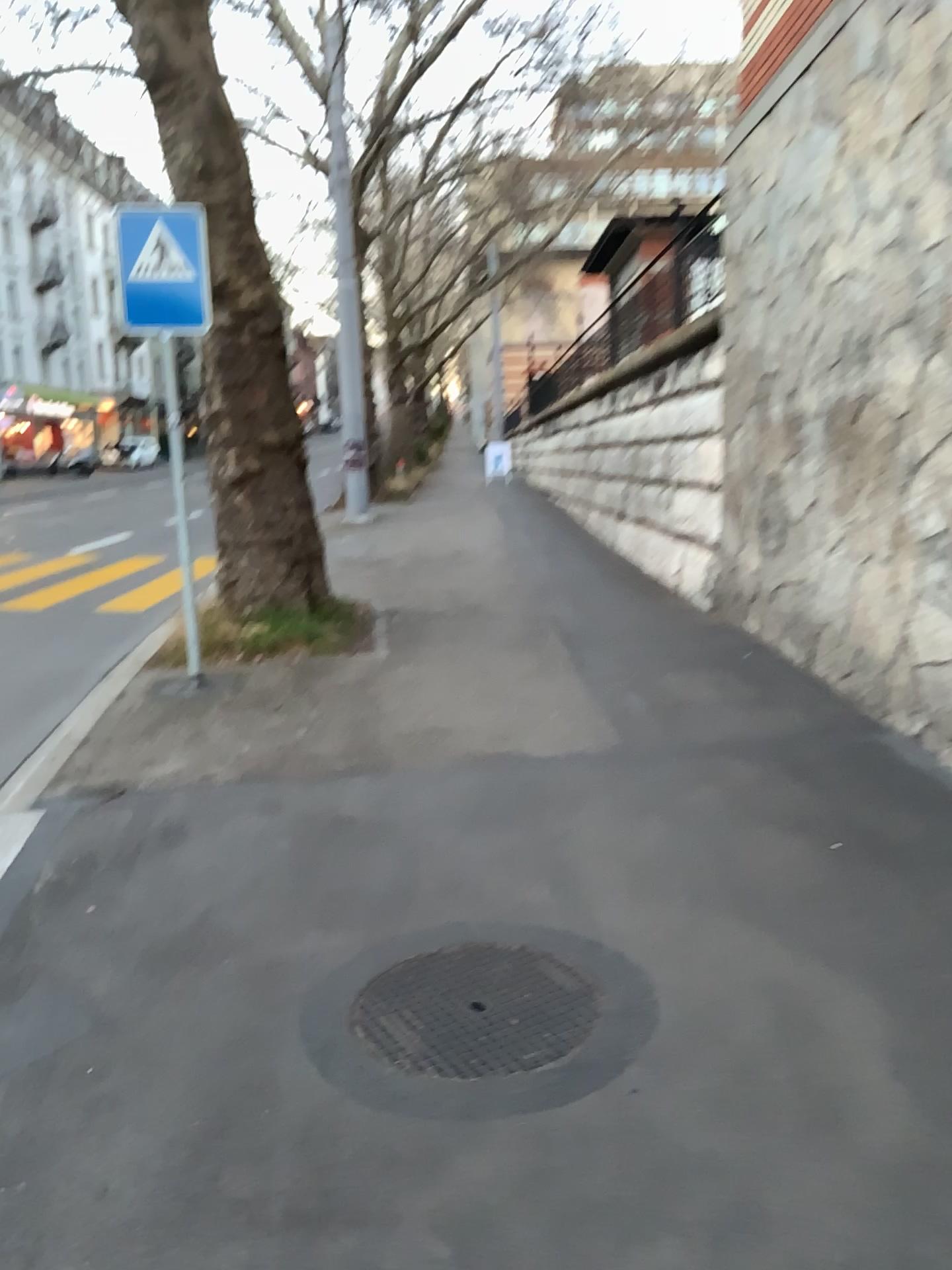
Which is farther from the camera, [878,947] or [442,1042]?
[878,947]
